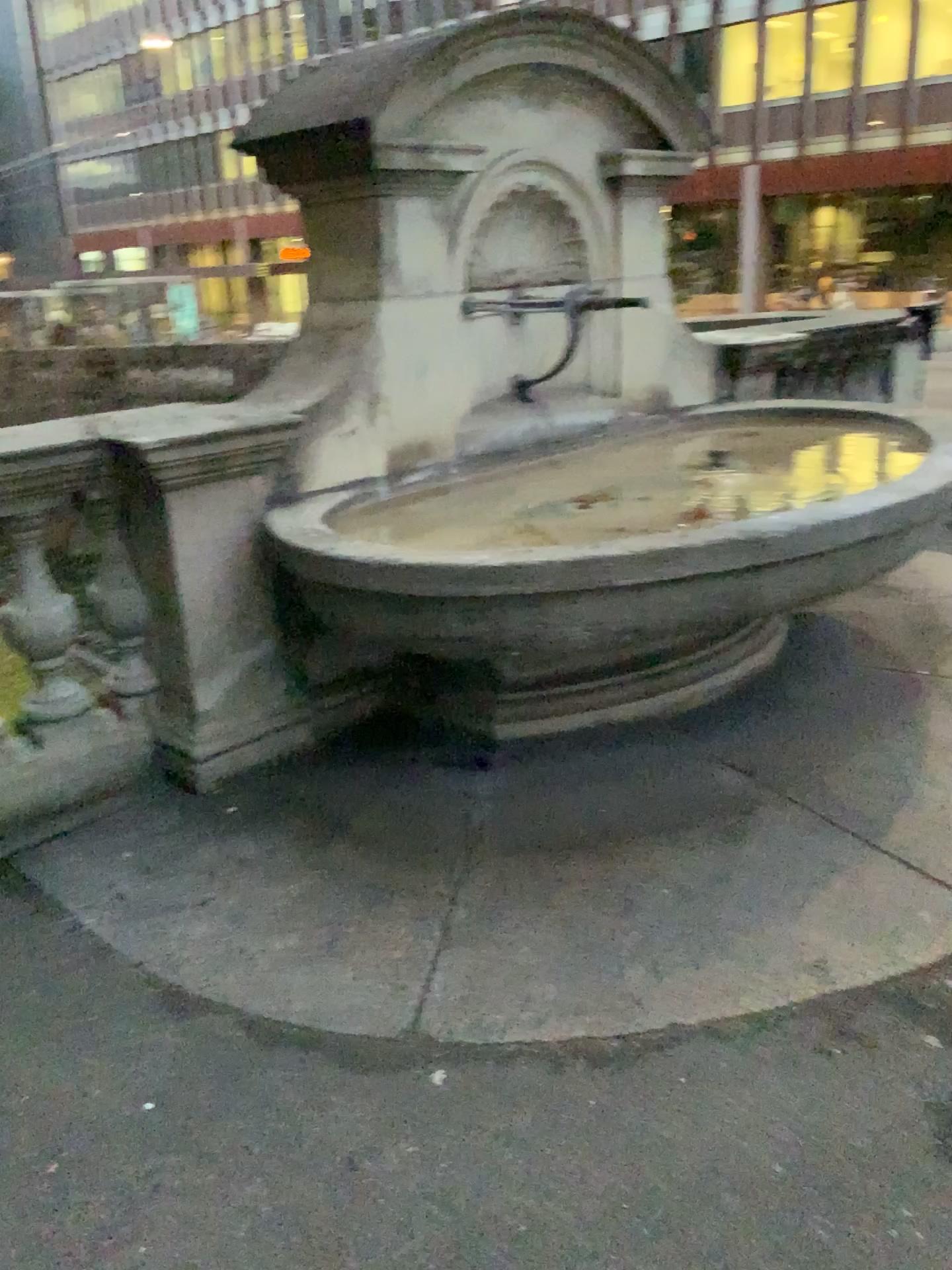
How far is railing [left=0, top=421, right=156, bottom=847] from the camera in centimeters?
281cm

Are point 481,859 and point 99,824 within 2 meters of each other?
yes

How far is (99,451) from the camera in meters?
2.8
